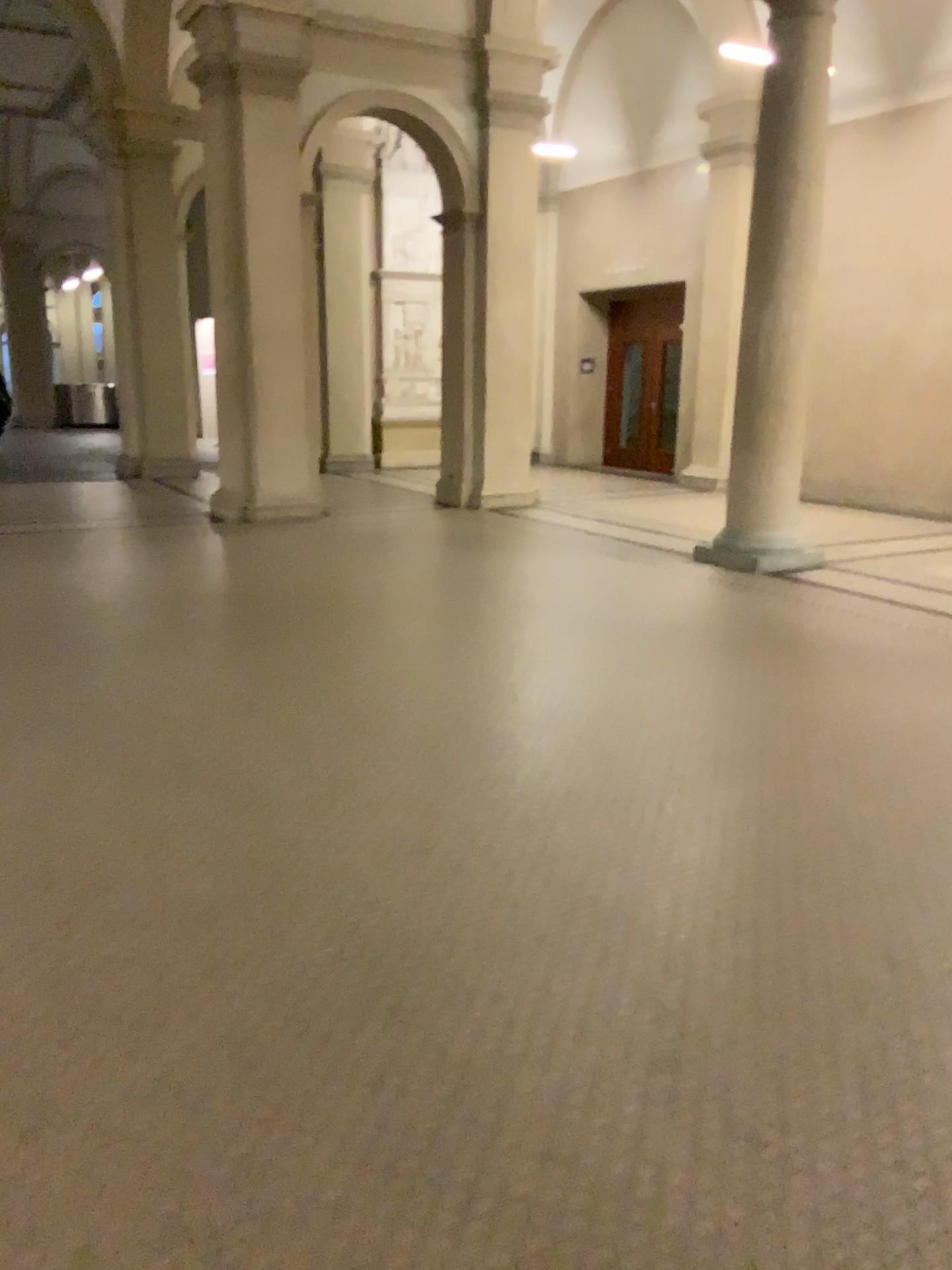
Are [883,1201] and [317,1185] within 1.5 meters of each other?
yes
